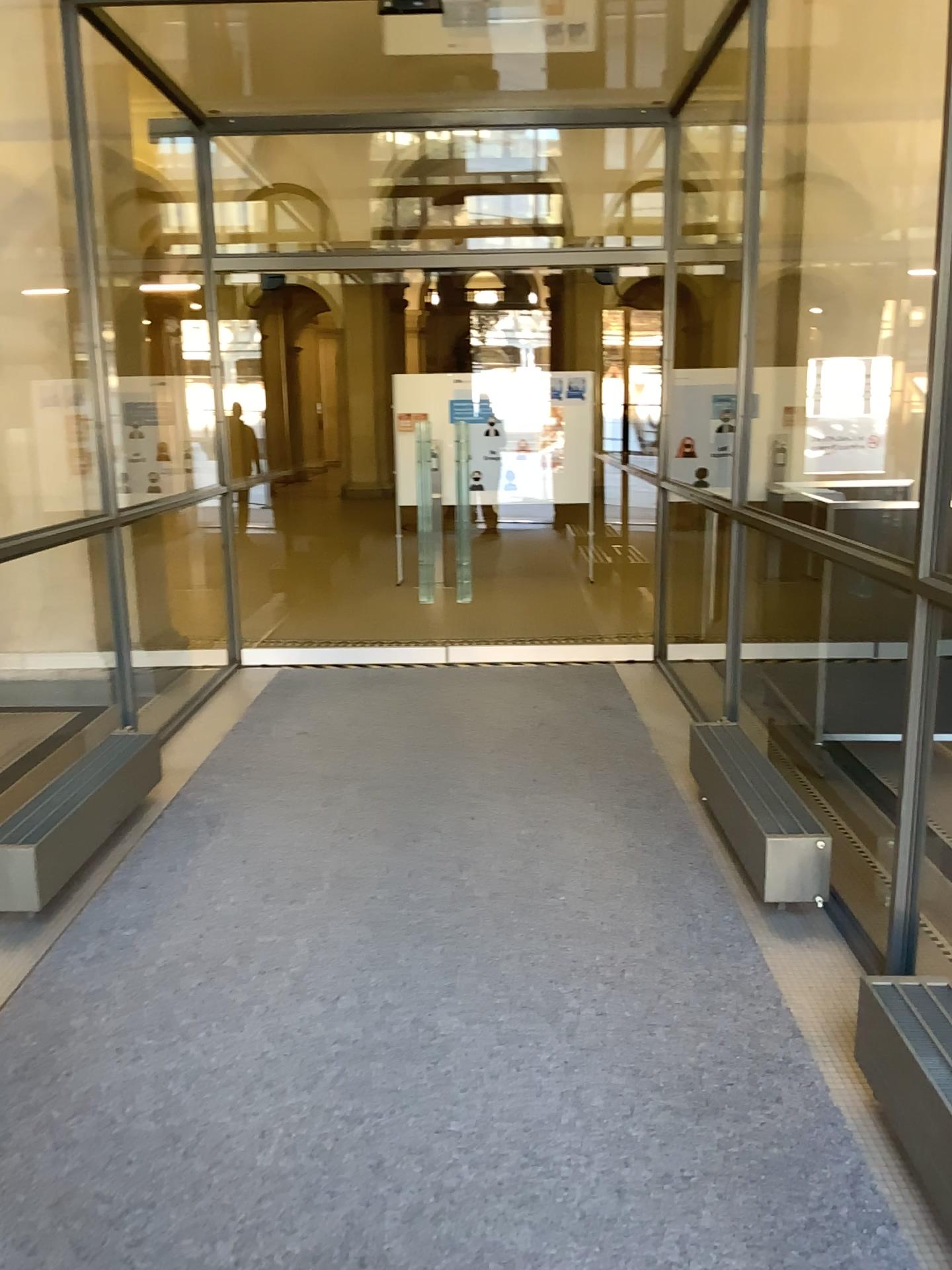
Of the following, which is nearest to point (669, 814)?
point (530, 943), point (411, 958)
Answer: point (530, 943)
